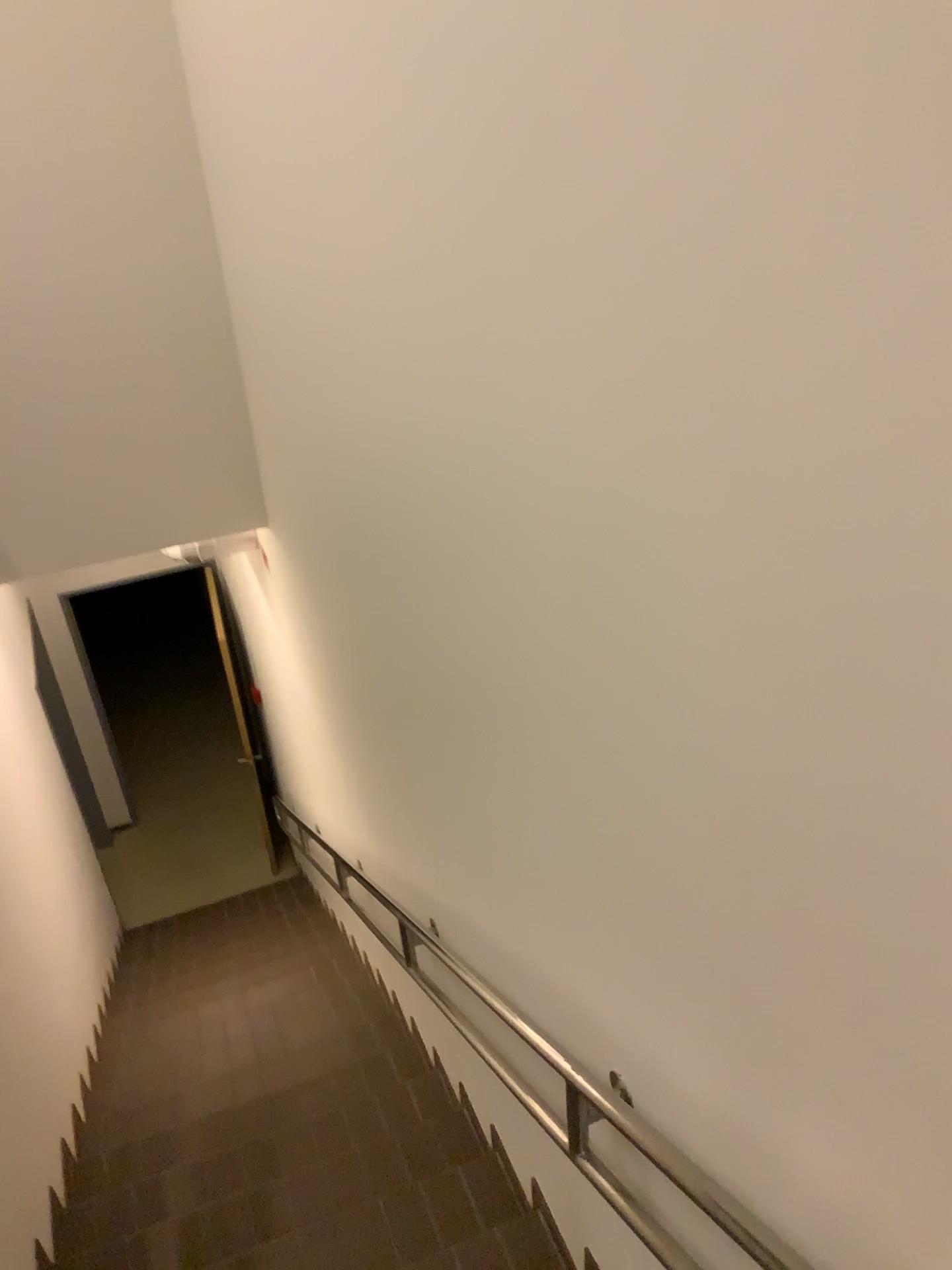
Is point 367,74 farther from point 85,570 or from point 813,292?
point 85,570
